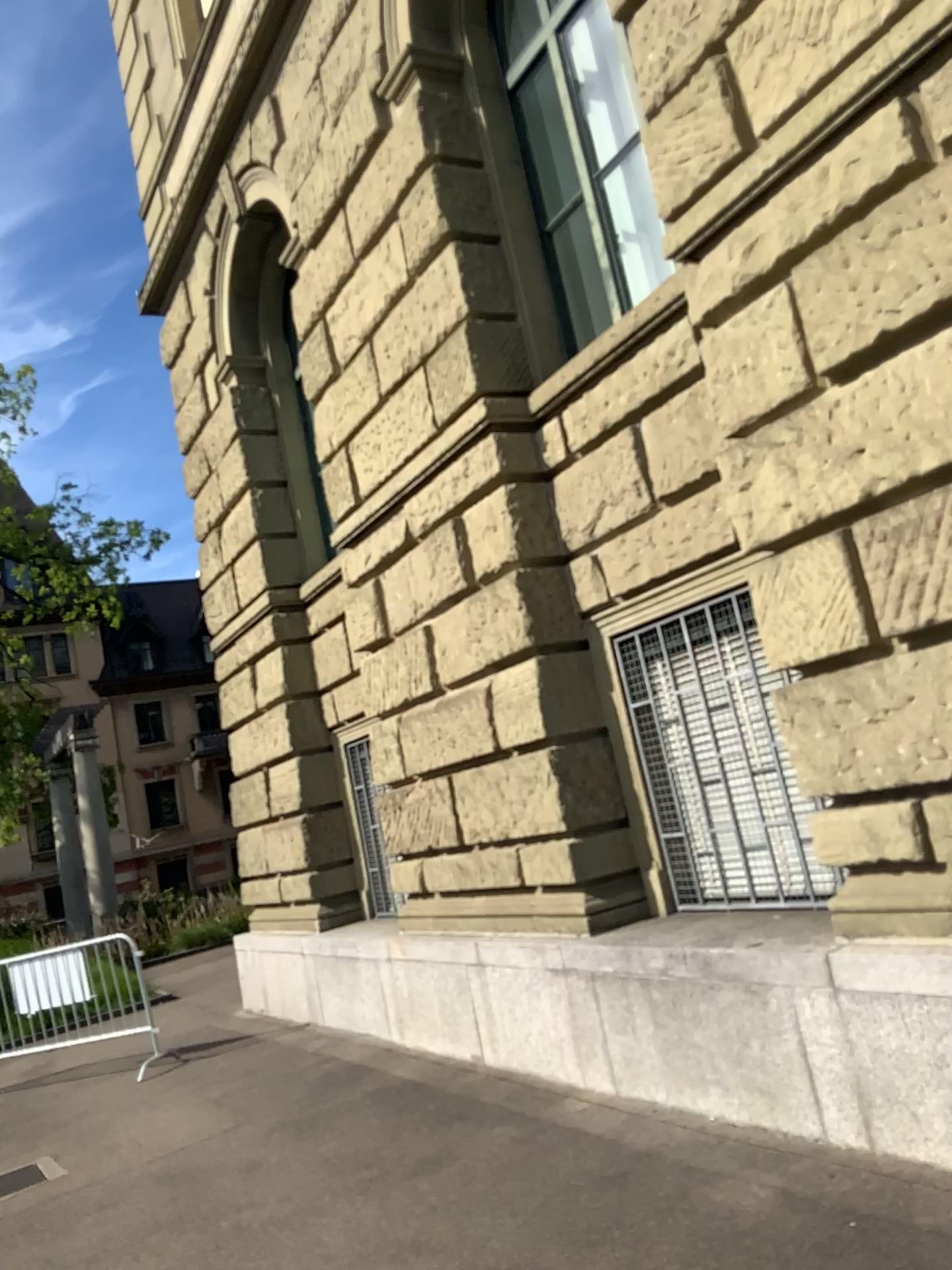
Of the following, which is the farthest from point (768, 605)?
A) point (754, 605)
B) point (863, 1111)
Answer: point (863, 1111)
